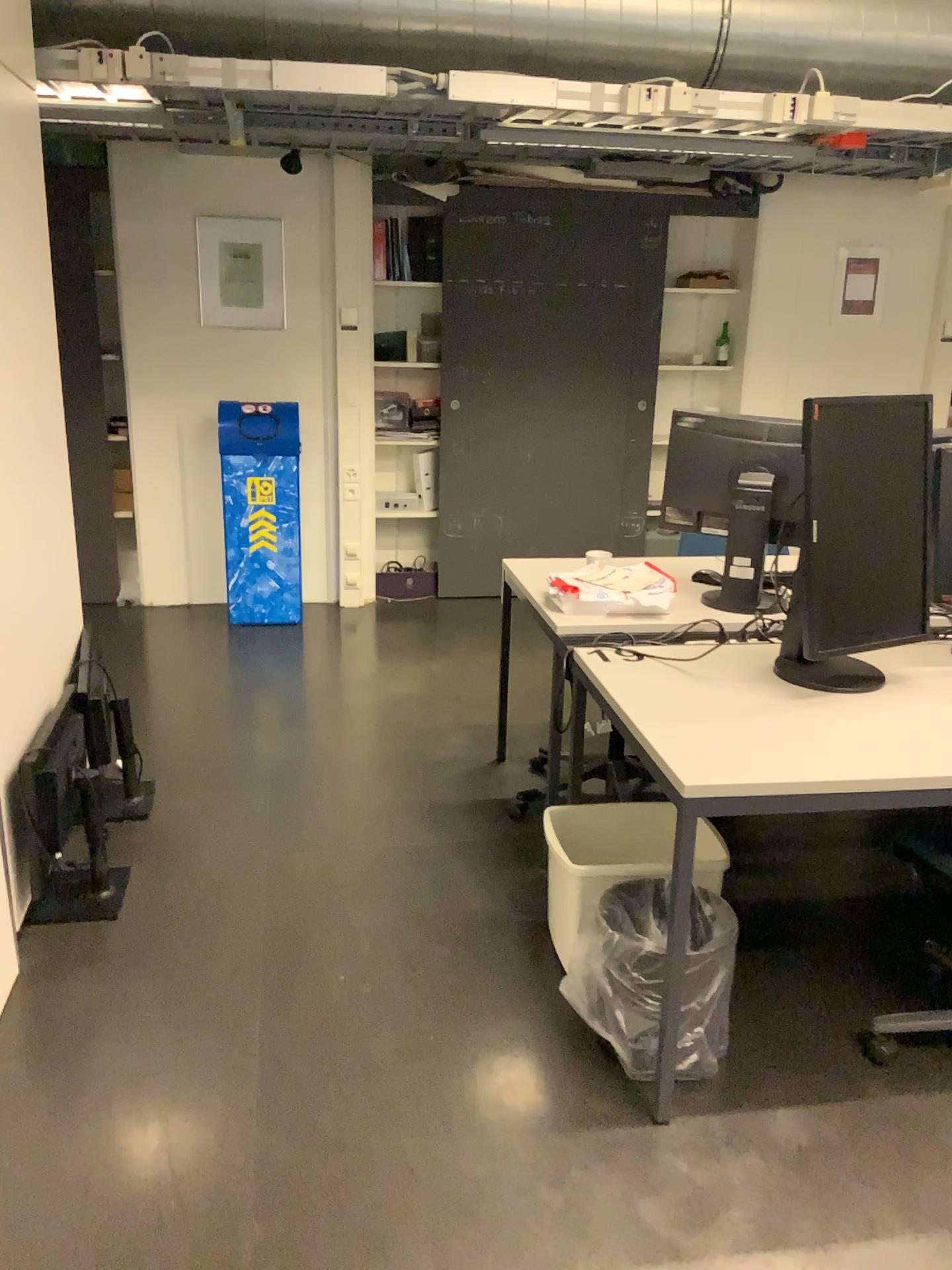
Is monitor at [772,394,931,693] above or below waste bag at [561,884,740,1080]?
above

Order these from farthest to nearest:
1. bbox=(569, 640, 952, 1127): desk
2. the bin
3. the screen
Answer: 1. the bin
2. the screen
3. bbox=(569, 640, 952, 1127): desk

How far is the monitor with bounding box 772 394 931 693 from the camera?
2.3m

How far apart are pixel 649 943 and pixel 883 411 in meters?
1.2 m

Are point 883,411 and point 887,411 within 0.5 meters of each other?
yes

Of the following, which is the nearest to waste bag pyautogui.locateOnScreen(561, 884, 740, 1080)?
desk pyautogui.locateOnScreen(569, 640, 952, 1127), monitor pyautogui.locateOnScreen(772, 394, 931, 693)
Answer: desk pyautogui.locateOnScreen(569, 640, 952, 1127)

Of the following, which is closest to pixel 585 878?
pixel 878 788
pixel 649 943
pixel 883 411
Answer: pixel 649 943

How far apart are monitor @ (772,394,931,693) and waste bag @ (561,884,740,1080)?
0.5m

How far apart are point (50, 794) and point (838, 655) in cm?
194

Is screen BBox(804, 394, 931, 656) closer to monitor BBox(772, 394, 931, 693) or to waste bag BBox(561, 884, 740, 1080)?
monitor BBox(772, 394, 931, 693)
